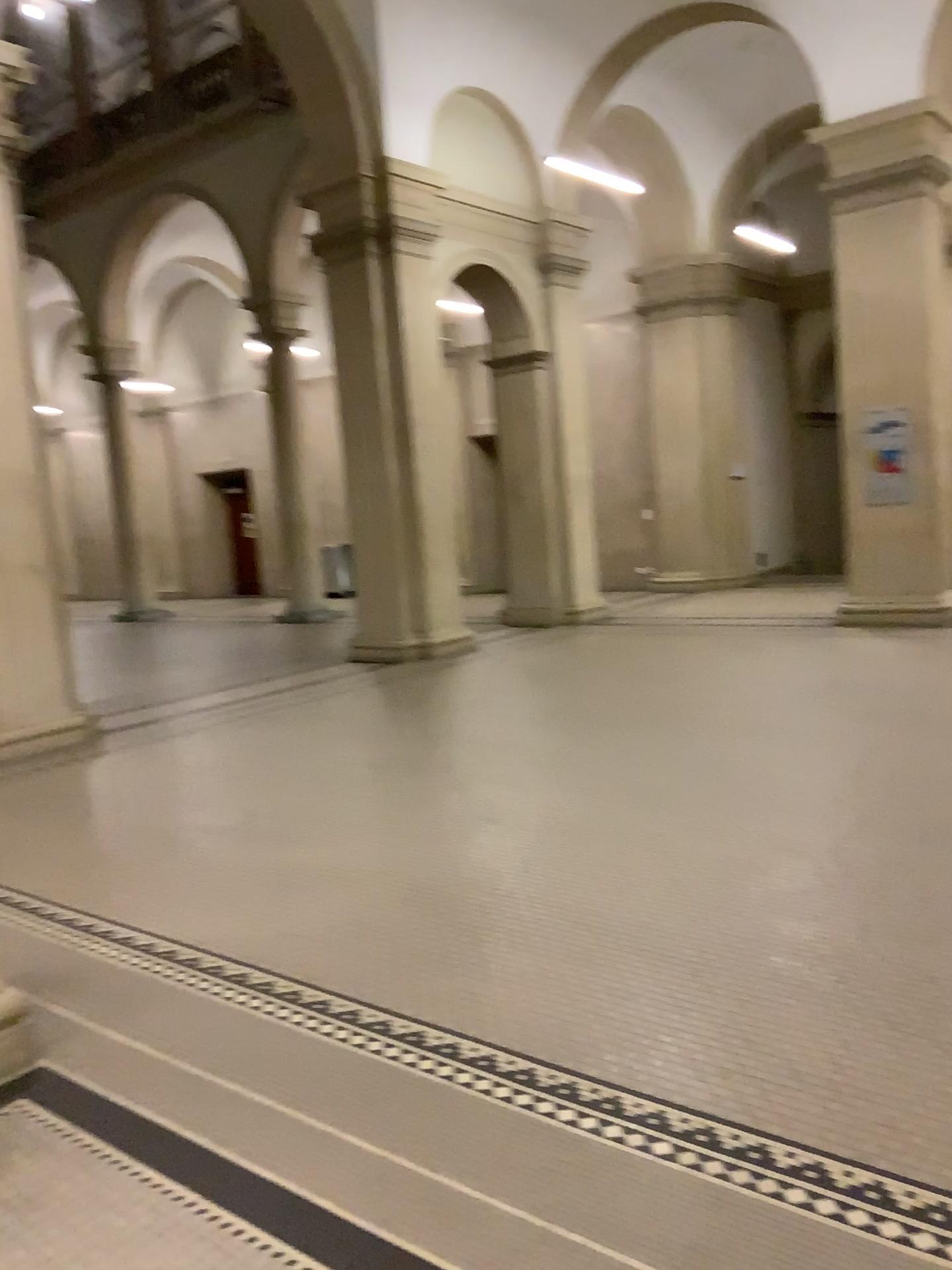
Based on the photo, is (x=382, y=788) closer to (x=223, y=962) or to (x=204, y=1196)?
(x=223, y=962)
